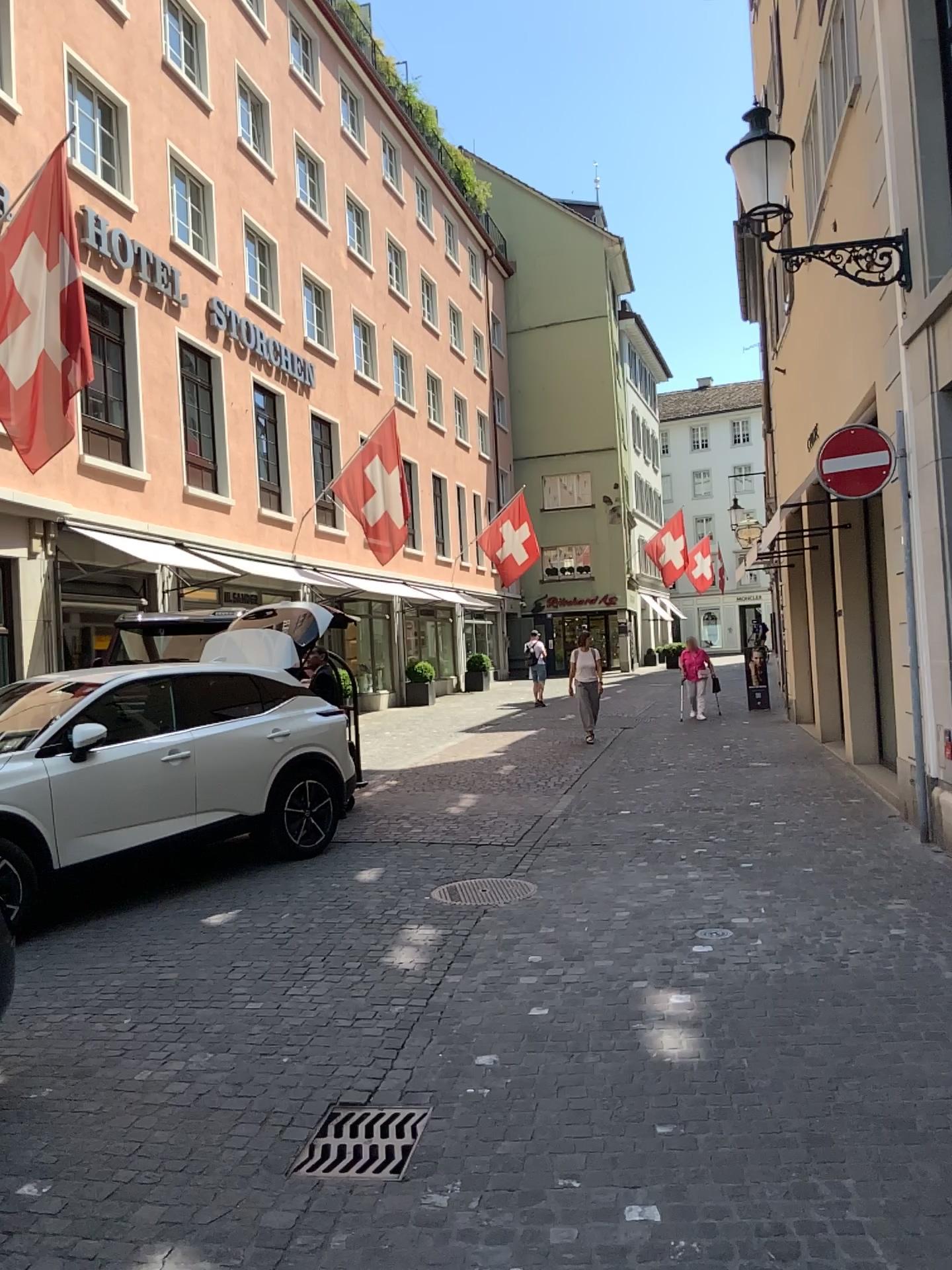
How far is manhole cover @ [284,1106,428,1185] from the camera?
3.4 meters

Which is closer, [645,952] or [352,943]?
[645,952]

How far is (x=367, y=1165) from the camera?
3.37m
